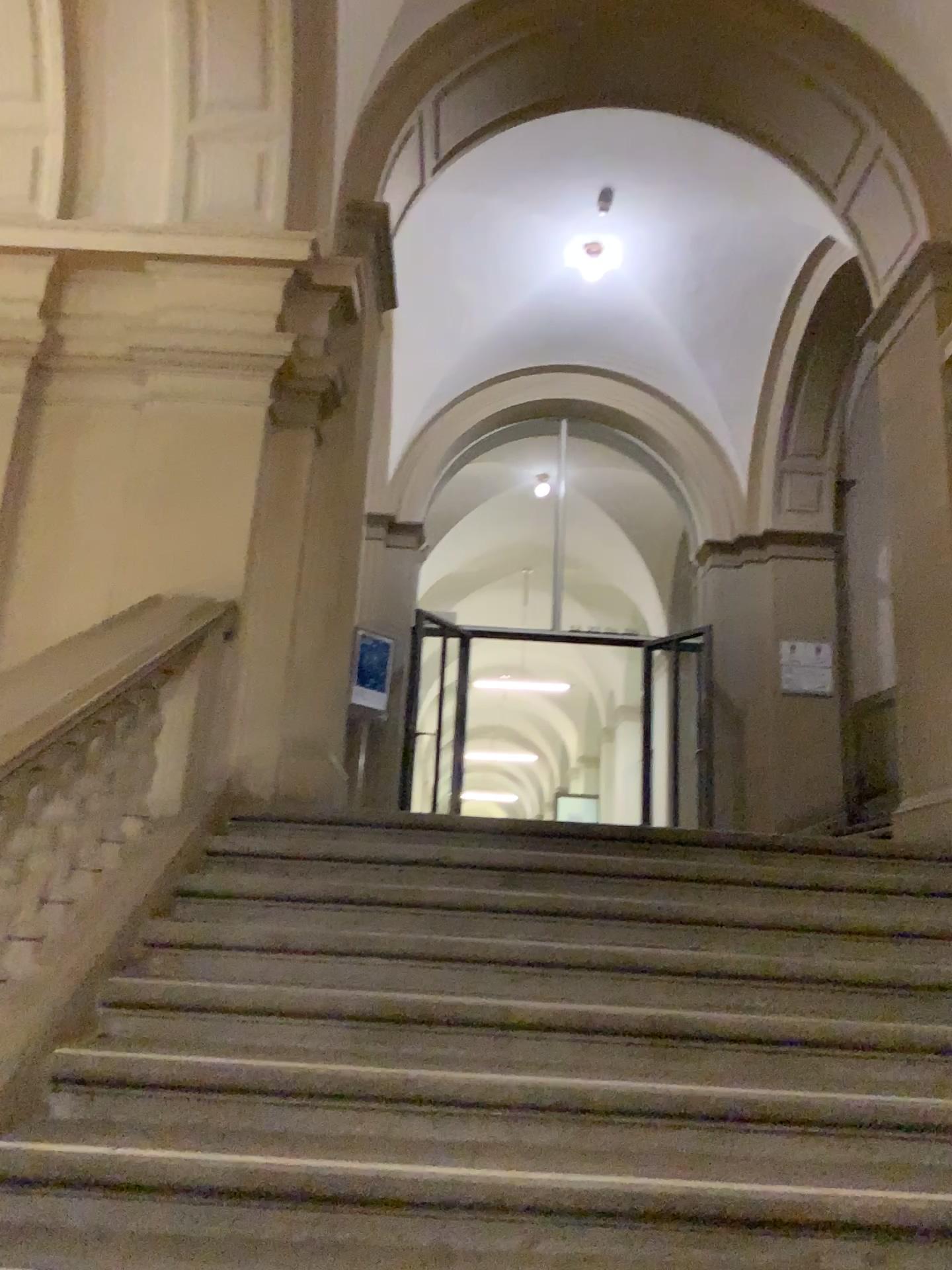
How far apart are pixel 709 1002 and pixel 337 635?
2.6m
